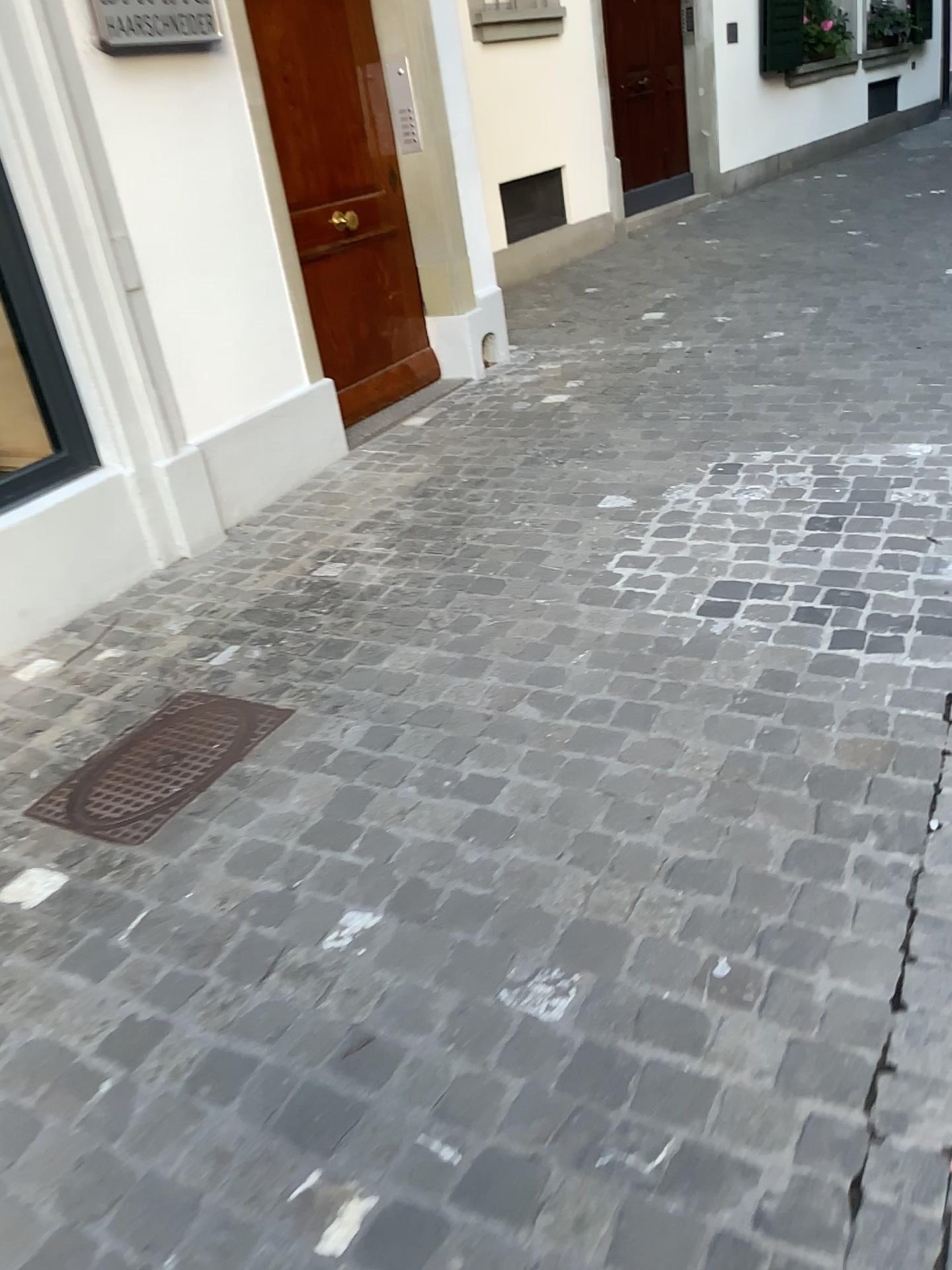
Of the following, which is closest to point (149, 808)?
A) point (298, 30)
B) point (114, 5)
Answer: point (114, 5)

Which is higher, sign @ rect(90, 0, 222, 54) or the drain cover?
sign @ rect(90, 0, 222, 54)

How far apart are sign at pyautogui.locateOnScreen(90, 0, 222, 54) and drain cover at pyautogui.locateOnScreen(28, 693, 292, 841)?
1.97m

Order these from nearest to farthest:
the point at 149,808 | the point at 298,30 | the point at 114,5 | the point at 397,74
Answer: the point at 149,808
the point at 114,5
the point at 298,30
the point at 397,74

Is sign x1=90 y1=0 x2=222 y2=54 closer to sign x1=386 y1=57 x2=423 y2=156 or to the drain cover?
sign x1=386 y1=57 x2=423 y2=156

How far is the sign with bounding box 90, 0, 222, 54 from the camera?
3.1 meters

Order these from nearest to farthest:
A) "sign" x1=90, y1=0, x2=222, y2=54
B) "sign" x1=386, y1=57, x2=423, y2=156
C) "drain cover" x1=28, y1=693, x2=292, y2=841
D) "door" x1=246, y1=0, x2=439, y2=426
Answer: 1. "drain cover" x1=28, y1=693, x2=292, y2=841
2. "sign" x1=90, y1=0, x2=222, y2=54
3. "door" x1=246, y1=0, x2=439, y2=426
4. "sign" x1=386, y1=57, x2=423, y2=156

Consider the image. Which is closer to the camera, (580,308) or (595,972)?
(595,972)

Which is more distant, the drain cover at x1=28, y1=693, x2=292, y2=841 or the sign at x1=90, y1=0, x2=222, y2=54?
the sign at x1=90, y1=0, x2=222, y2=54

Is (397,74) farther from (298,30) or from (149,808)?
(149,808)
